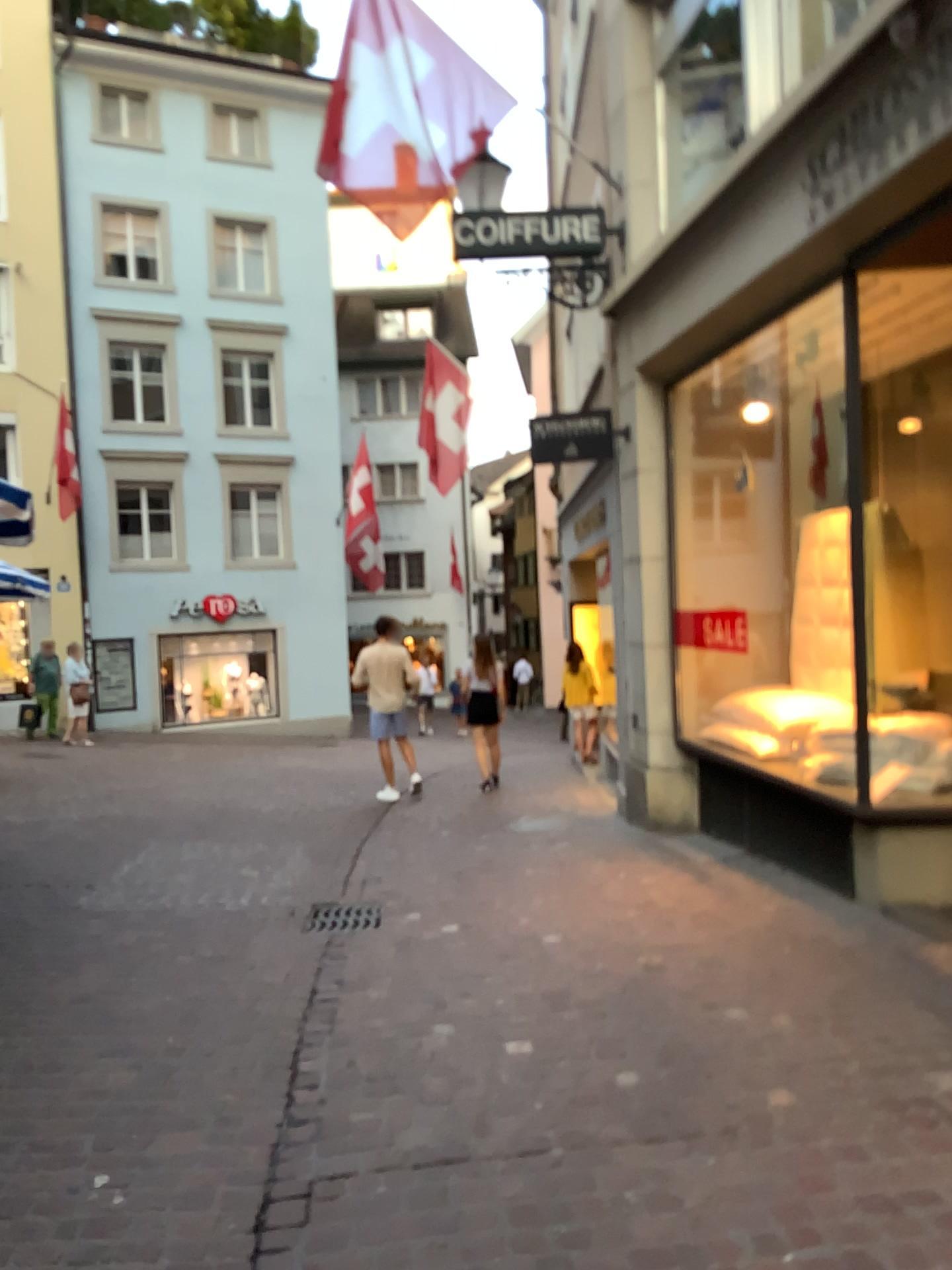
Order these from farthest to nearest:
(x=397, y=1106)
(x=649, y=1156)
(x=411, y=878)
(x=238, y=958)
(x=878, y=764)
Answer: (x=411, y=878)
(x=878, y=764)
(x=238, y=958)
(x=397, y=1106)
(x=649, y=1156)
